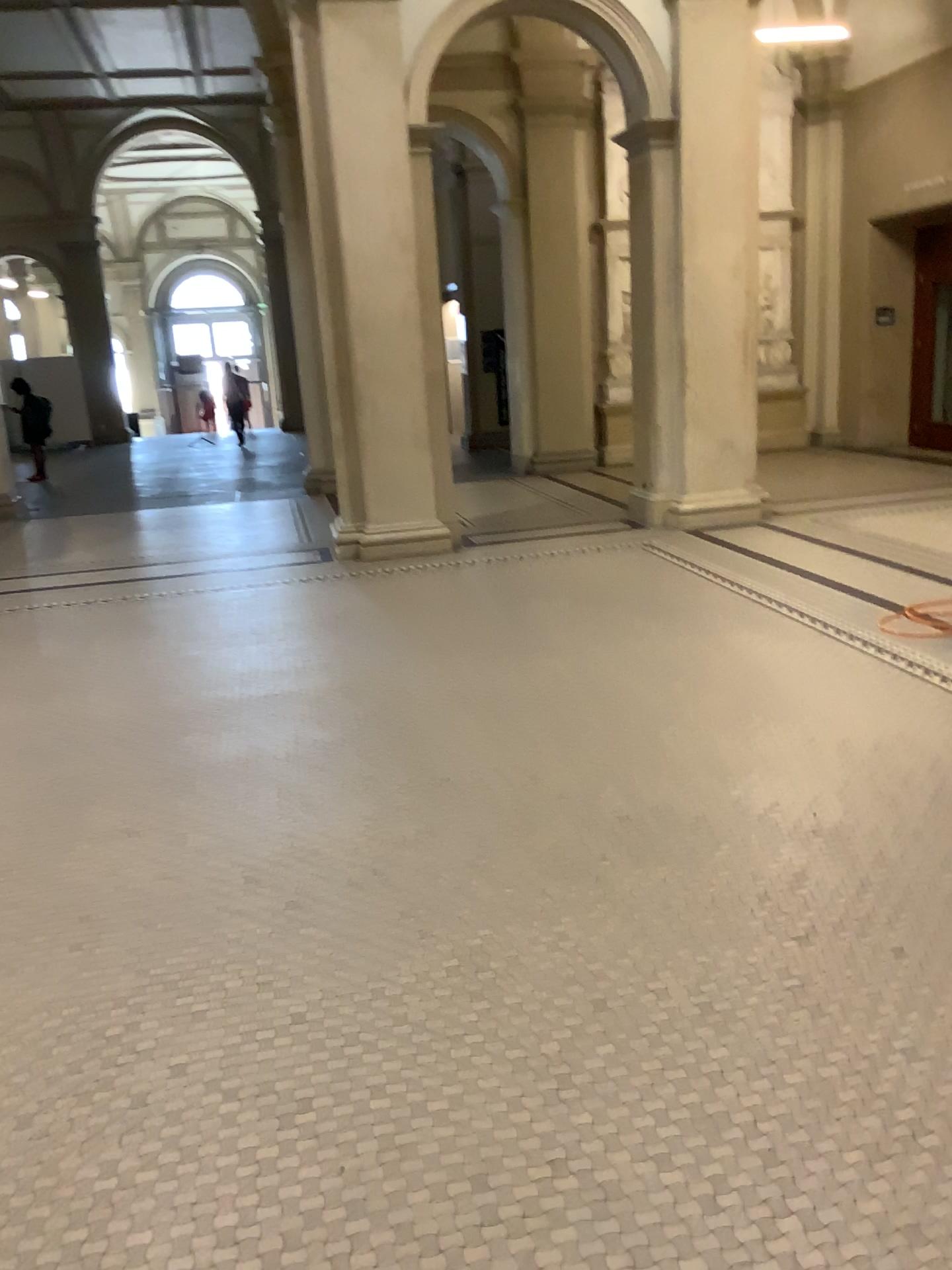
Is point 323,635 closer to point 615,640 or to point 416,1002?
point 615,640
